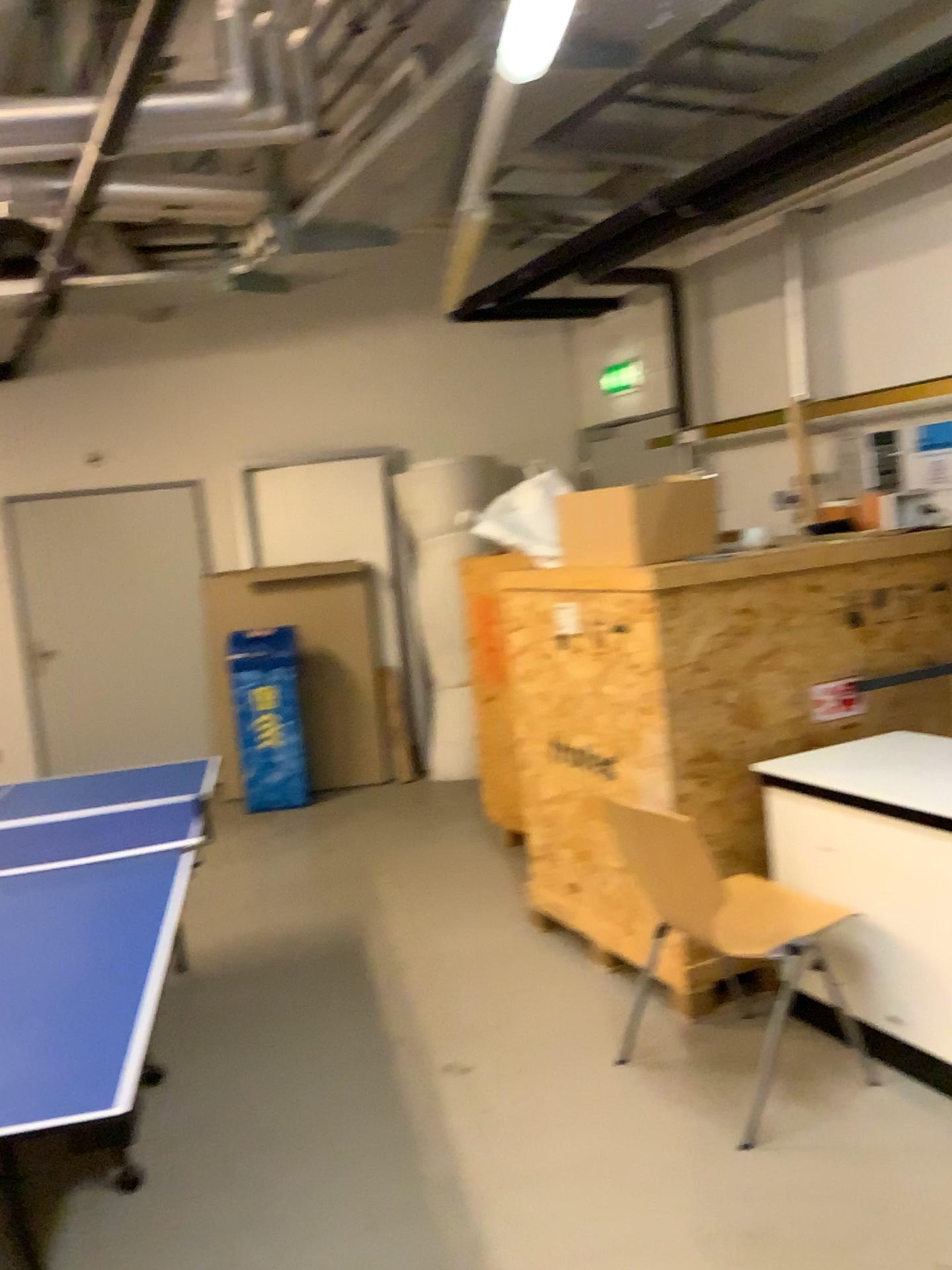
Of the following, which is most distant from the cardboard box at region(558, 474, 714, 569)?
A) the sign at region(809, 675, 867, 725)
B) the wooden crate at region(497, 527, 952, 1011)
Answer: the sign at region(809, 675, 867, 725)

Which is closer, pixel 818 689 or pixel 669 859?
pixel 669 859

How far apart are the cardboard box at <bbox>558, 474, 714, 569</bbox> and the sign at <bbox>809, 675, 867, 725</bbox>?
0.62m

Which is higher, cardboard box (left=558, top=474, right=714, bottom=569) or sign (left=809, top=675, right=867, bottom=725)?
cardboard box (left=558, top=474, right=714, bottom=569)

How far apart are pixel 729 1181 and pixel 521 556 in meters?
2.0 m

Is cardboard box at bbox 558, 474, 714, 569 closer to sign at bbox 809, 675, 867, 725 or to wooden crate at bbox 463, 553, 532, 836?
wooden crate at bbox 463, 553, 532, 836

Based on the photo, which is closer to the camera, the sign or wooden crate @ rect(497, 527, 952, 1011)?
wooden crate @ rect(497, 527, 952, 1011)

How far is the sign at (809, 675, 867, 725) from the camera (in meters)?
3.50

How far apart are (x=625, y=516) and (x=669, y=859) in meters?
1.2

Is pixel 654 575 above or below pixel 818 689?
above
